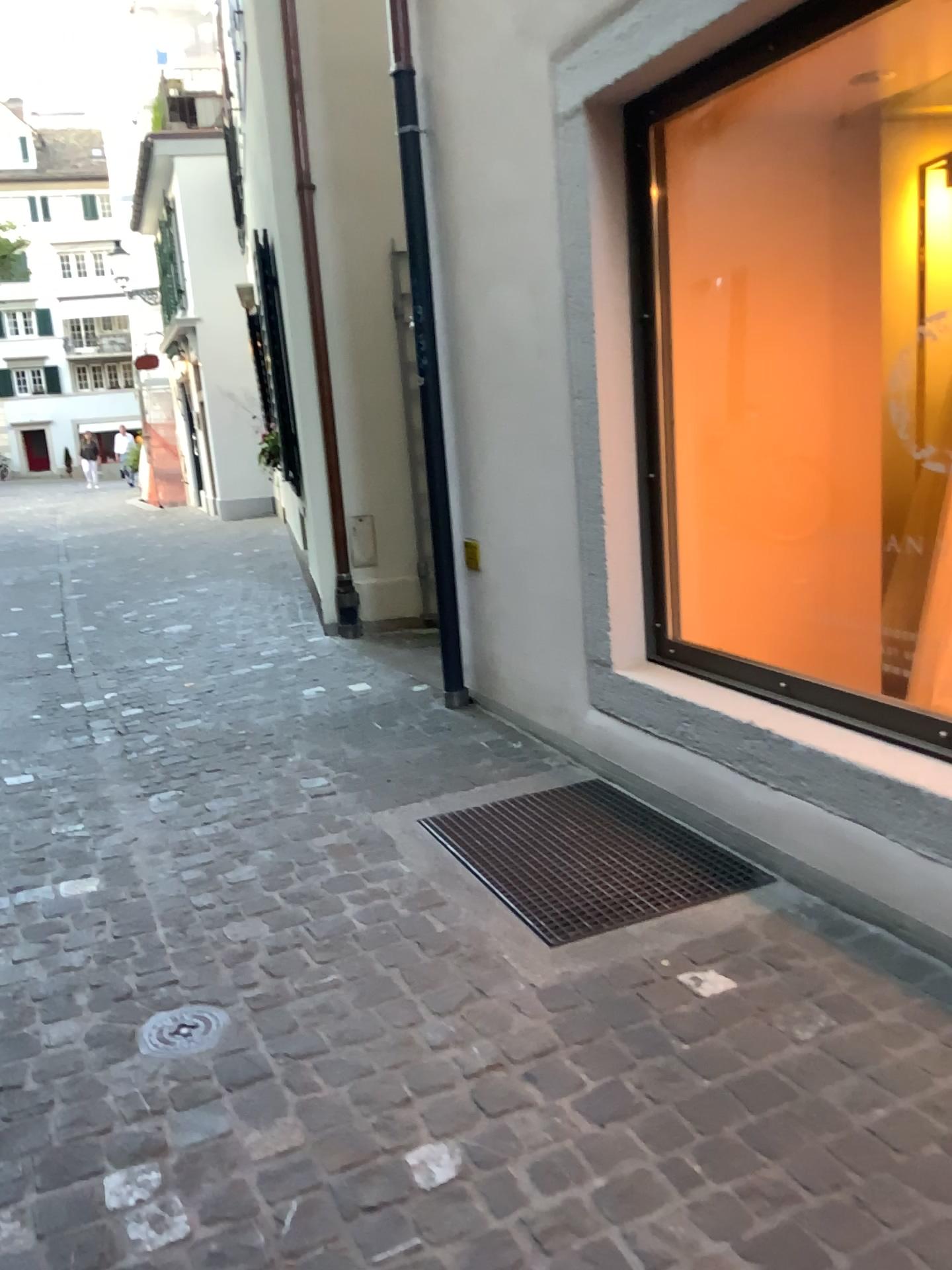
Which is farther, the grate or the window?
the window

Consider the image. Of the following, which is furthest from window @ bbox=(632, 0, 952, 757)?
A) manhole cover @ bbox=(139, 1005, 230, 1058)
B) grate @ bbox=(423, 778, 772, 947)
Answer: manhole cover @ bbox=(139, 1005, 230, 1058)

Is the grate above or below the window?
below

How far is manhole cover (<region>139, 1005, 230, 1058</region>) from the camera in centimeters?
215cm

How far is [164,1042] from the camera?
2.2 meters

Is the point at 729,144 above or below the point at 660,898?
above

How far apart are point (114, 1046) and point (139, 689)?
3.1m

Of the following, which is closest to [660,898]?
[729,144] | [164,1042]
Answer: [164,1042]

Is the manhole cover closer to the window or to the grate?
the grate

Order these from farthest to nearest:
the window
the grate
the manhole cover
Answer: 1. the window
2. the grate
3. the manhole cover
